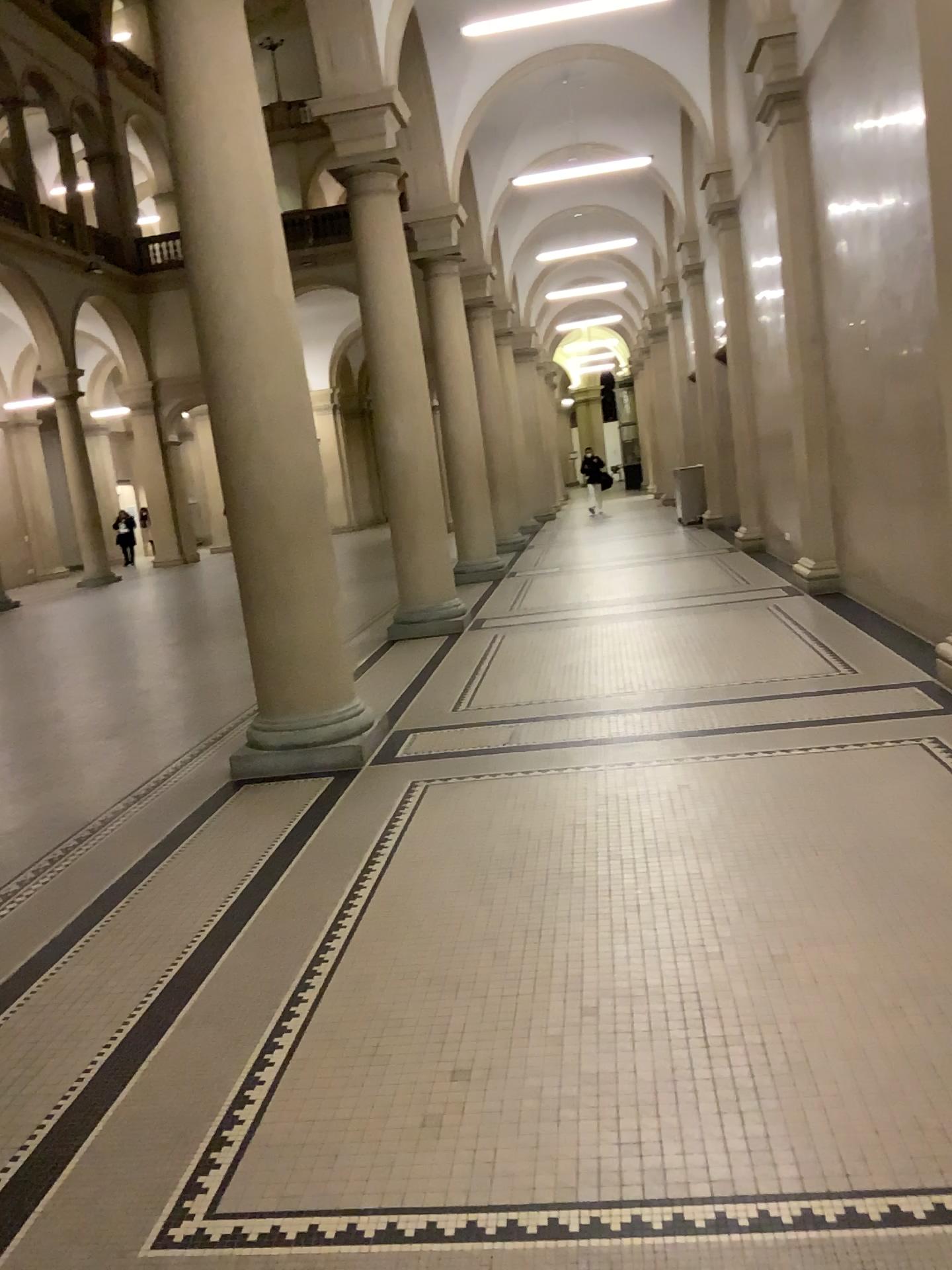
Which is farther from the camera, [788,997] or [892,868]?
[892,868]
